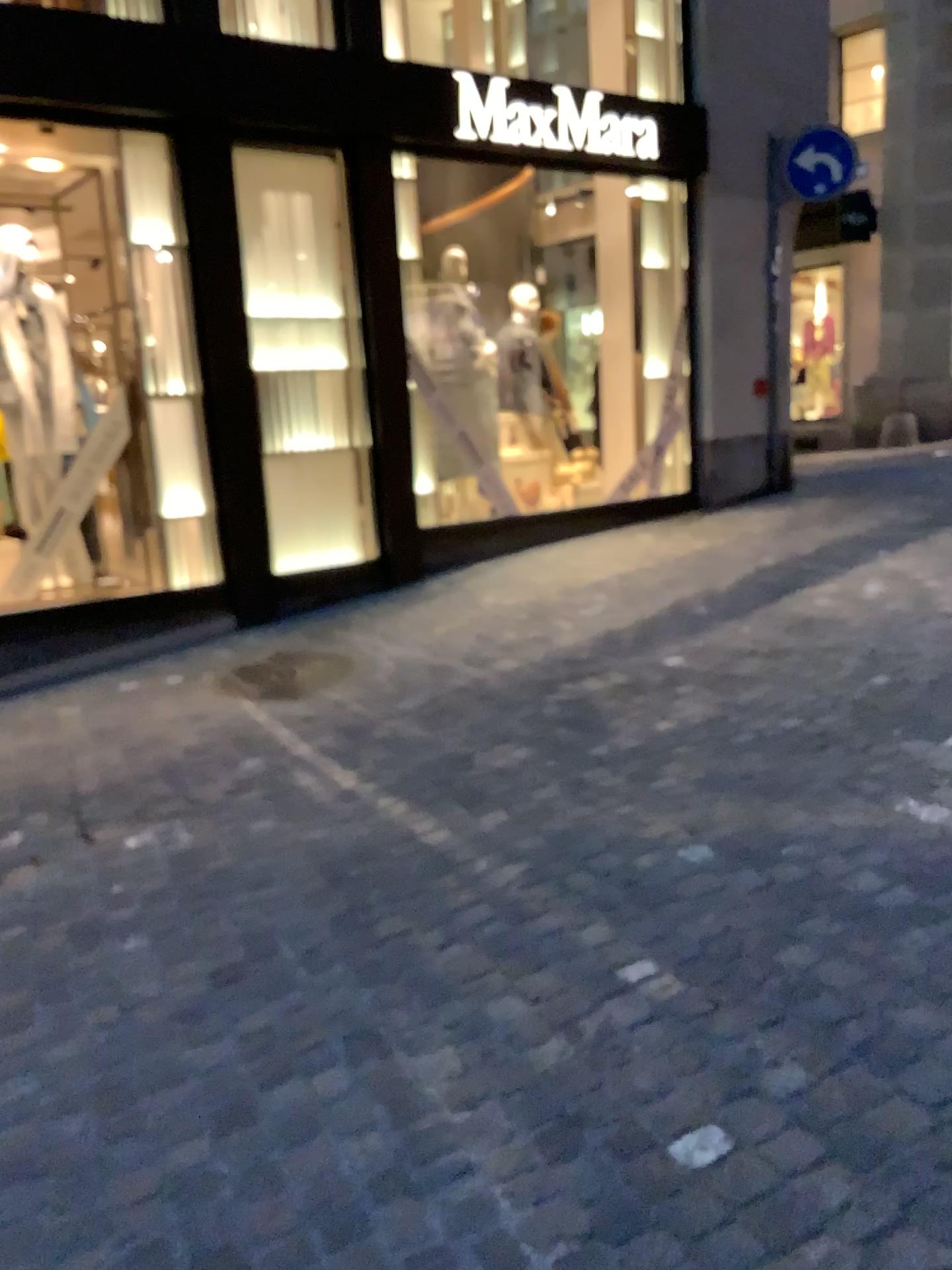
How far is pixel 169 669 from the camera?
5.5m
